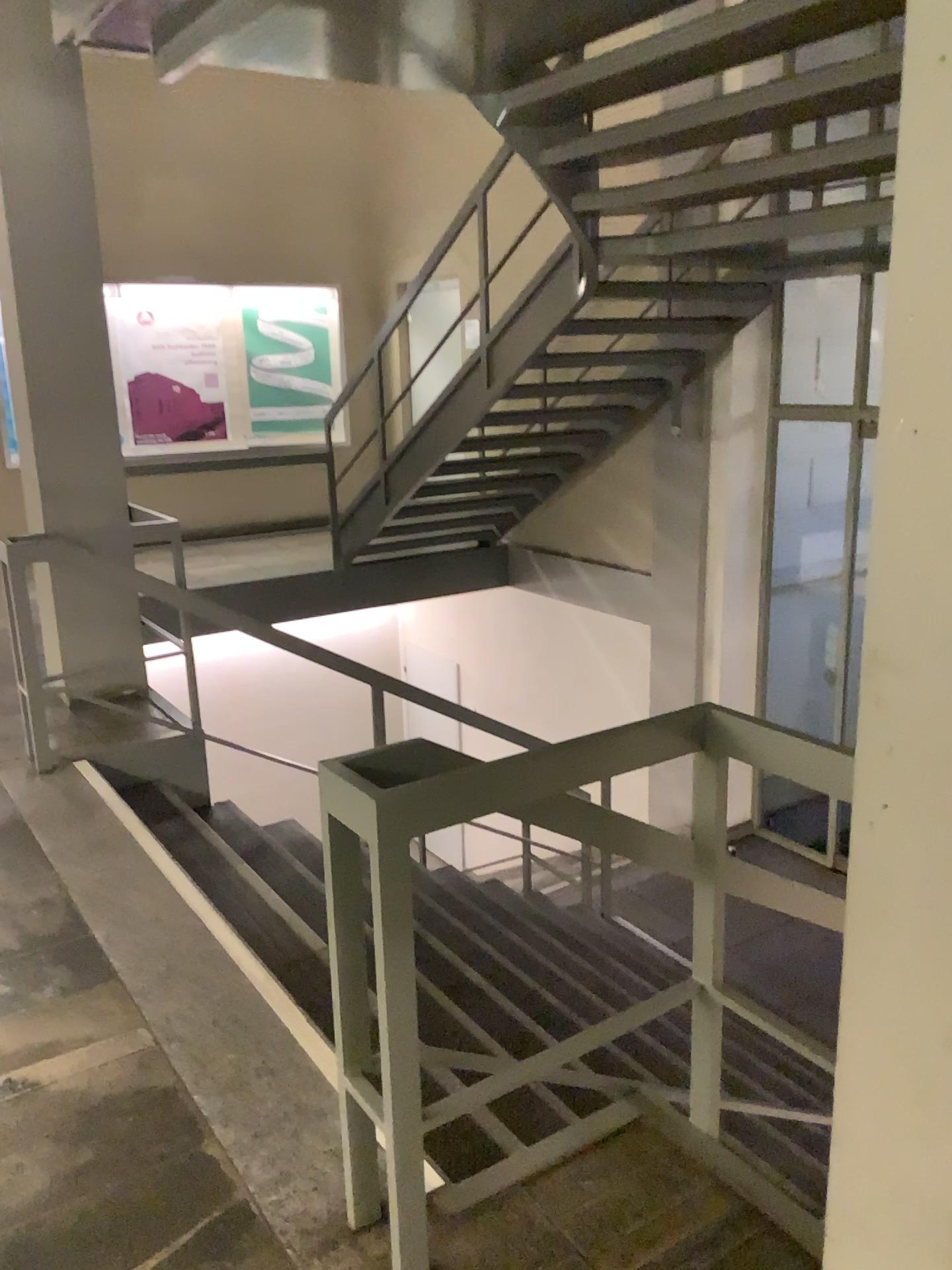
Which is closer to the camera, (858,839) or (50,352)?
(858,839)

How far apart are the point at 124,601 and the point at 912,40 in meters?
3.7

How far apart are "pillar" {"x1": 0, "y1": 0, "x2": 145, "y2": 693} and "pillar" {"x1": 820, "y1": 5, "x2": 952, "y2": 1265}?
3.5m

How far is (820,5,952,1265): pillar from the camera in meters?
1.0 m

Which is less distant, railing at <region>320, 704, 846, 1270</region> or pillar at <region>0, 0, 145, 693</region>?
railing at <region>320, 704, 846, 1270</region>

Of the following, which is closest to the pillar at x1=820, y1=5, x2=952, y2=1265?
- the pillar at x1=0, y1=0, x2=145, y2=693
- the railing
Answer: the railing

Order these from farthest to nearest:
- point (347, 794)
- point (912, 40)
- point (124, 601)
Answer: point (124, 601), point (347, 794), point (912, 40)

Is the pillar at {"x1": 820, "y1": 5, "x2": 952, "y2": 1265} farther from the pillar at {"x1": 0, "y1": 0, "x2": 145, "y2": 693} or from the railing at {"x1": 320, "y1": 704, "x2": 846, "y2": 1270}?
the pillar at {"x1": 0, "y1": 0, "x2": 145, "y2": 693}

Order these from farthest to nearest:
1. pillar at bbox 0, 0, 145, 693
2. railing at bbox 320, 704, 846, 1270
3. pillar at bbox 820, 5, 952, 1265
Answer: pillar at bbox 0, 0, 145, 693 → railing at bbox 320, 704, 846, 1270 → pillar at bbox 820, 5, 952, 1265

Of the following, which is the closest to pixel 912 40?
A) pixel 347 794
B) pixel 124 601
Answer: pixel 347 794
